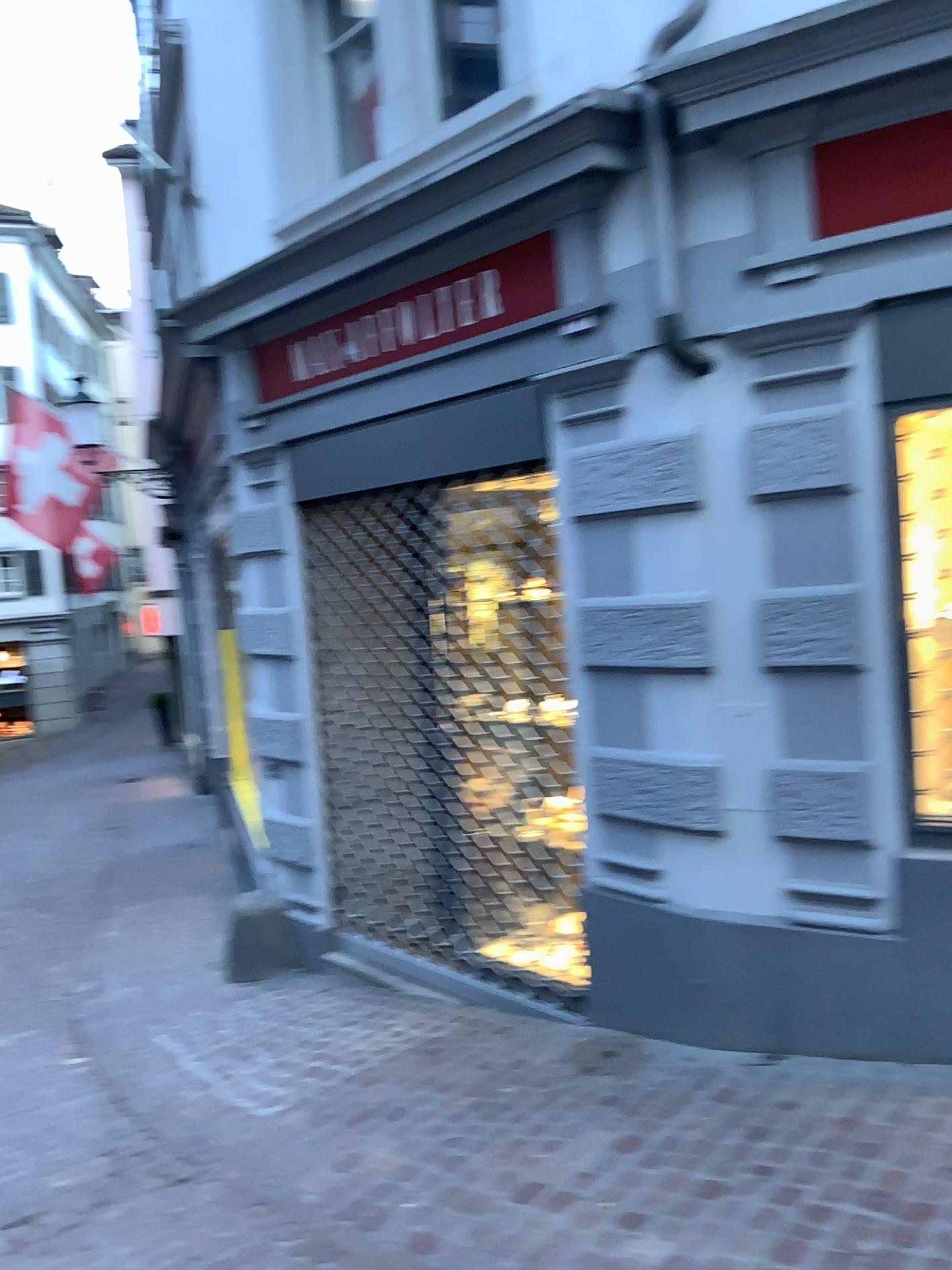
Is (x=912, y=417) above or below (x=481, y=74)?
below

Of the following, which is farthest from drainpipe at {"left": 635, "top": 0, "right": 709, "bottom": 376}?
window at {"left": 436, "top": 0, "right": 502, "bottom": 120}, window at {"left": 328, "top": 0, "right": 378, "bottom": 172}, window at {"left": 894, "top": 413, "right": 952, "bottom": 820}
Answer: window at {"left": 328, "top": 0, "right": 378, "bottom": 172}

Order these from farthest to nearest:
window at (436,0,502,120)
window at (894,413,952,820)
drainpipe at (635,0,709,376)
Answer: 1. window at (436,0,502,120)
2. drainpipe at (635,0,709,376)
3. window at (894,413,952,820)

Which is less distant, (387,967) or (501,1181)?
(501,1181)

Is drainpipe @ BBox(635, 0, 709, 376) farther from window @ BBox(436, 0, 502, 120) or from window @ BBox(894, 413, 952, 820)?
window @ BBox(436, 0, 502, 120)

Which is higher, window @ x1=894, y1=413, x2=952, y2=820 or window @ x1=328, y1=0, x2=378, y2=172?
window @ x1=328, y1=0, x2=378, y2=172

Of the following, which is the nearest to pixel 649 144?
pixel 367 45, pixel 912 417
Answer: pixel 912 417

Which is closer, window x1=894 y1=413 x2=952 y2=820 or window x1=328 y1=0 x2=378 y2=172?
window x1=894 y1=413 x2=952 y2=820

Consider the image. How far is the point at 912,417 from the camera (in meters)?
3.11

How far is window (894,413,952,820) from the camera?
3.11m
